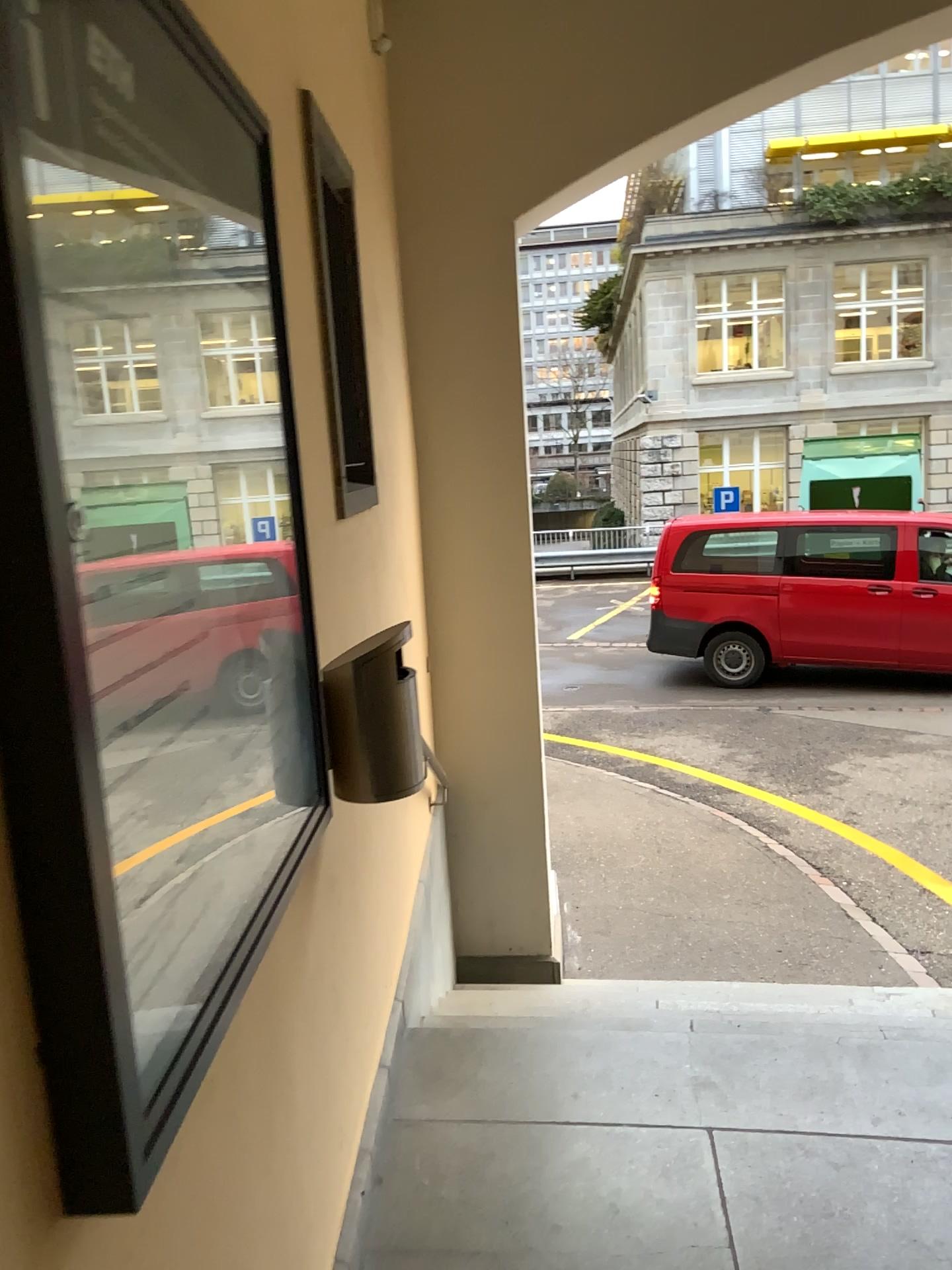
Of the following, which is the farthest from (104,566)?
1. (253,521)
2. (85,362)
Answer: (253,521)

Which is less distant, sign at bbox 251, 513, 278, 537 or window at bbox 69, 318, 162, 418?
window at bbox 69, 318, 162, 418

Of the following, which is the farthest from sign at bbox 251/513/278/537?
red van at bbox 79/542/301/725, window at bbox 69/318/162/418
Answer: window at bbox 69/318/162/418

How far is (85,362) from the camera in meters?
0.9 m

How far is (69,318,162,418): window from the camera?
0.91m

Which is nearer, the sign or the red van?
the red van

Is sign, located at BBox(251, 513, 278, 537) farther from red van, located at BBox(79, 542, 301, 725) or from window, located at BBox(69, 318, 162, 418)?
window, located at BBox(69, 318, 162, 418)

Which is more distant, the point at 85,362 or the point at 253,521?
the point at 253,521

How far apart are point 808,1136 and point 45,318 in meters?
2.2
